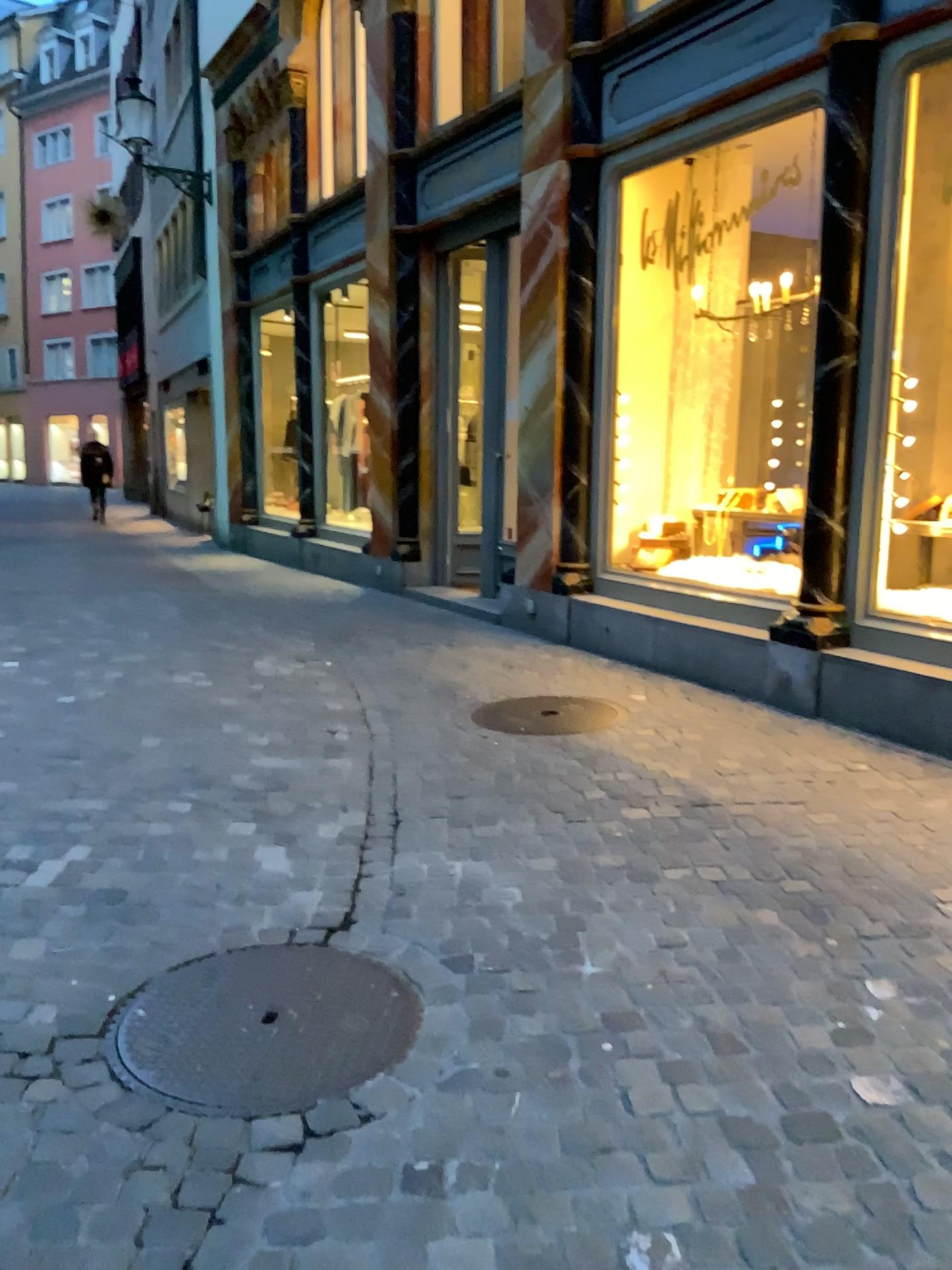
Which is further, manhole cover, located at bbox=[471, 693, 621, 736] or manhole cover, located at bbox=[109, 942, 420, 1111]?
manhole cover, located at bbox=[471, 693, 621, 736]

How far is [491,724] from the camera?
4.8 meters

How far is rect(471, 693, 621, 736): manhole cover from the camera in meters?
4.8

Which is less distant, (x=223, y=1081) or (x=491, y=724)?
(x=223, y=1081)

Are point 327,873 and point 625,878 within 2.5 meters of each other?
yes
